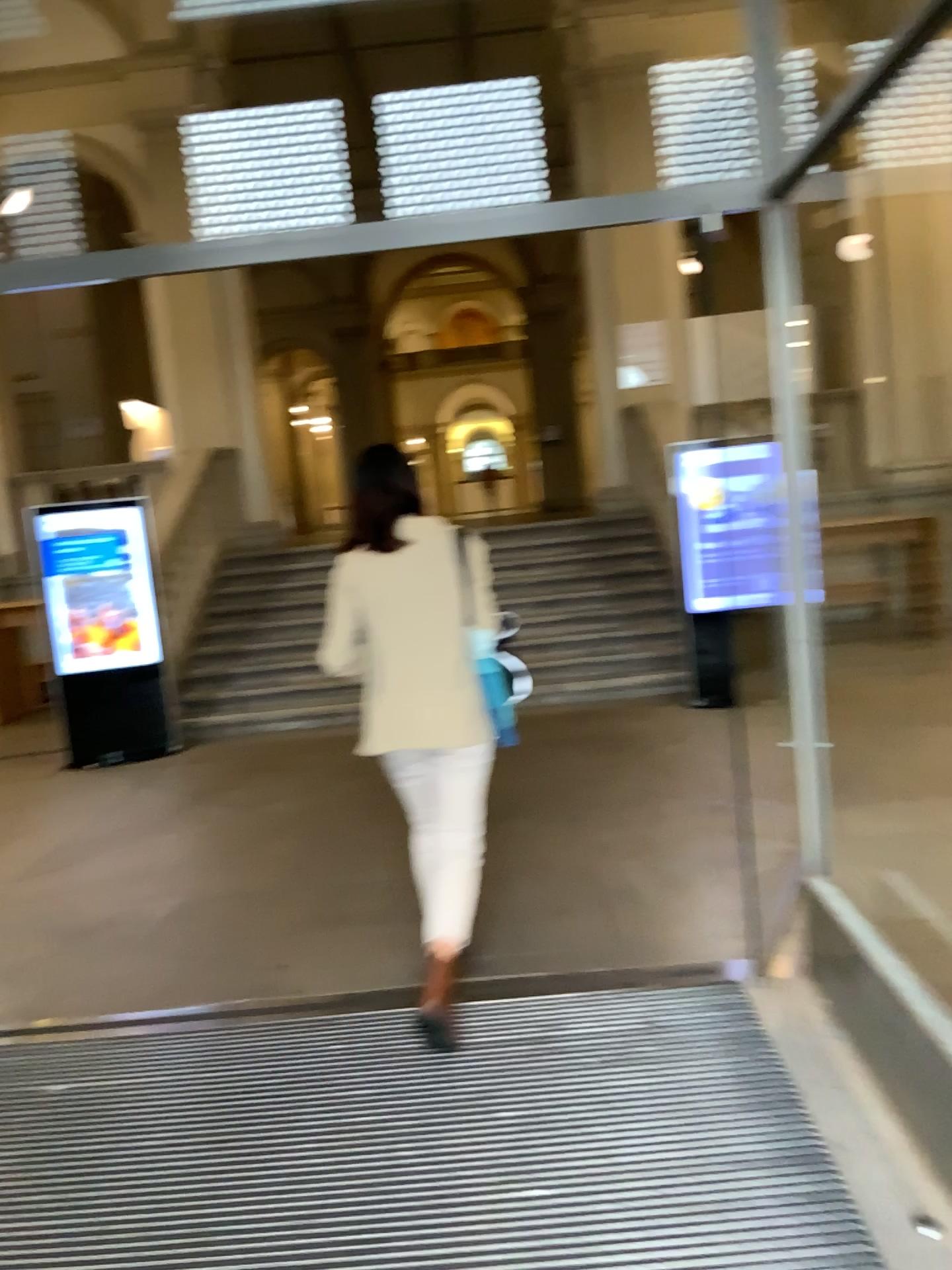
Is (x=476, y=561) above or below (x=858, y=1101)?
above

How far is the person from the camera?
3.1m

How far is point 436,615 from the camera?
3.1m
